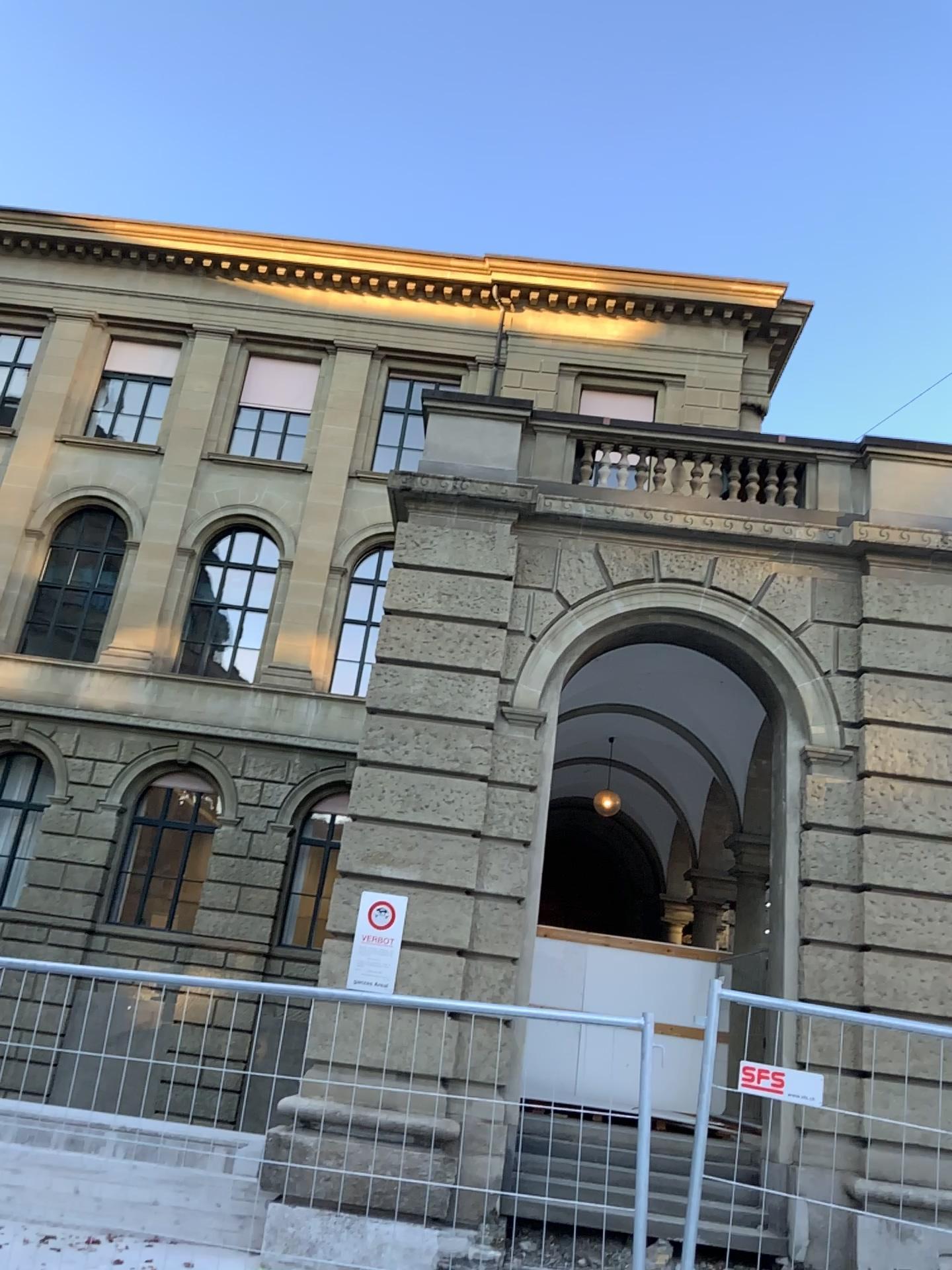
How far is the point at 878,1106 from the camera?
3.5 meters
